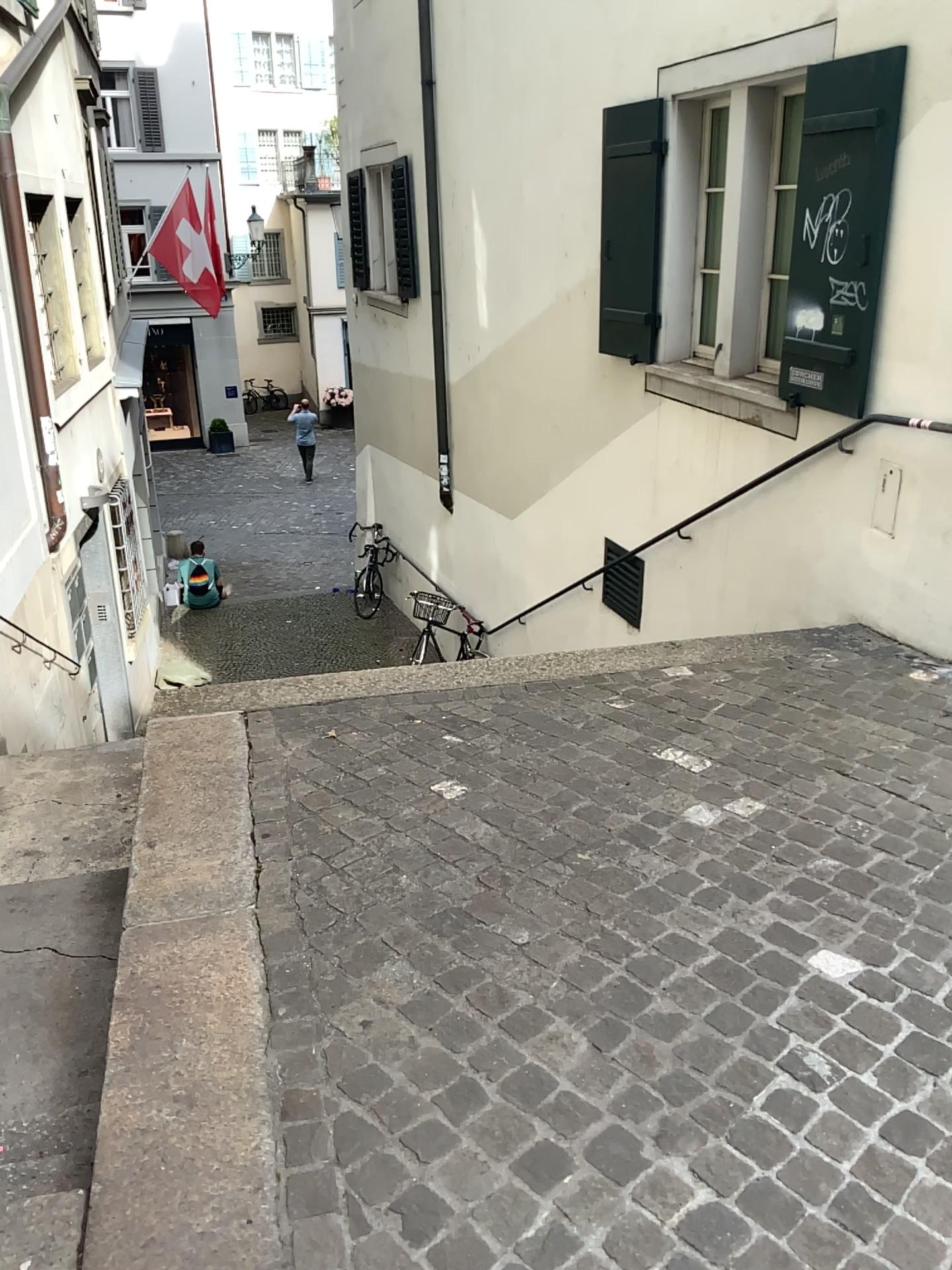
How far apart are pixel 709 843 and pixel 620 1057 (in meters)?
0.87
